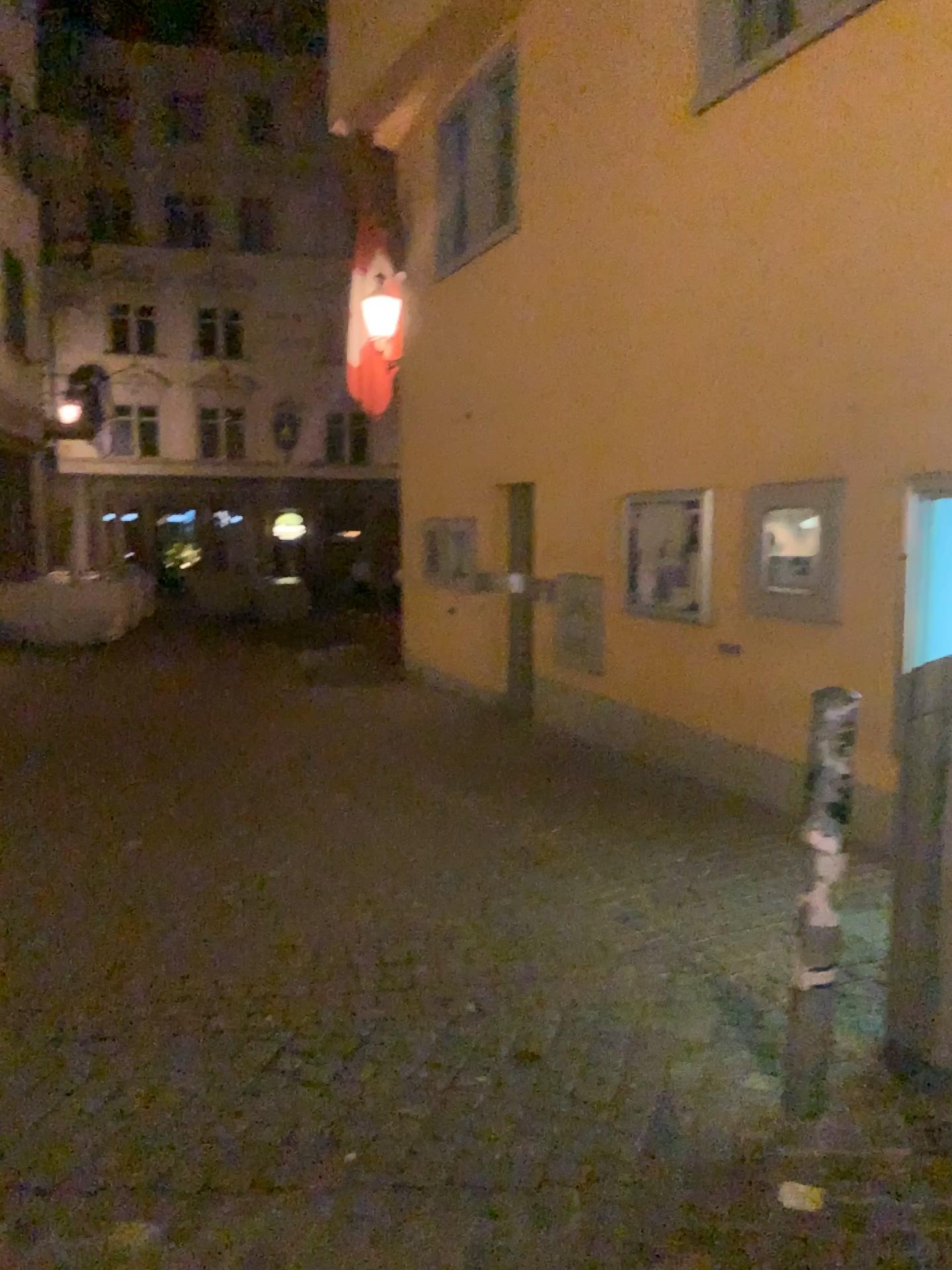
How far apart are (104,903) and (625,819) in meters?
2.8 m
